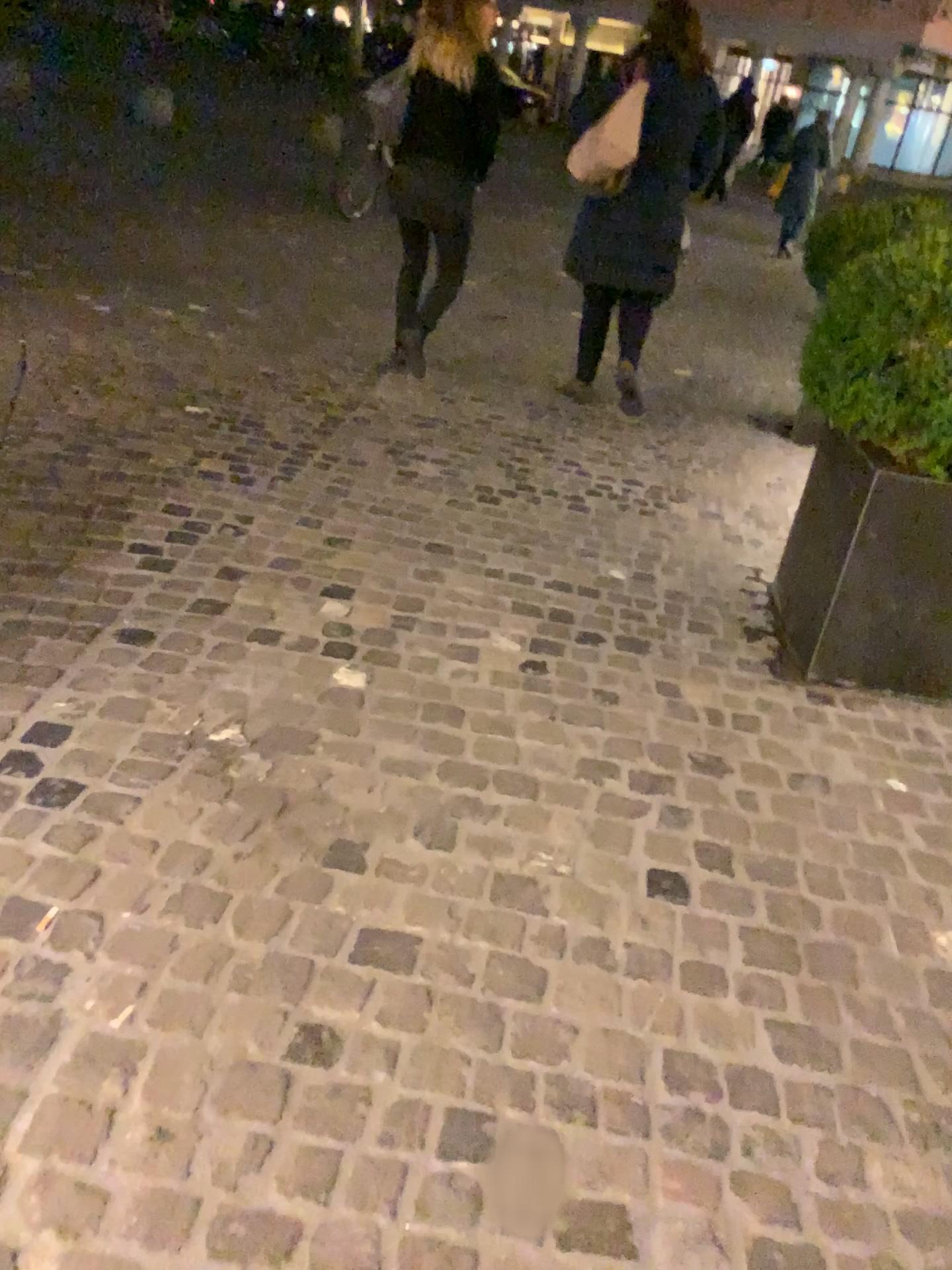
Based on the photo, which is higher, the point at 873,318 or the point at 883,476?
the point at 873,318

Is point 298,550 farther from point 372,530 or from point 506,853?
point 506,853

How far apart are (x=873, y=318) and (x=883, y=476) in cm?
38

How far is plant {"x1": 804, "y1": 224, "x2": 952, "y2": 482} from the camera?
2.5 meters

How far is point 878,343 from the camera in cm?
247

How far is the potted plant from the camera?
2.5m

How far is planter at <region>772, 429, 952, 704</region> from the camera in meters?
2.6 m
